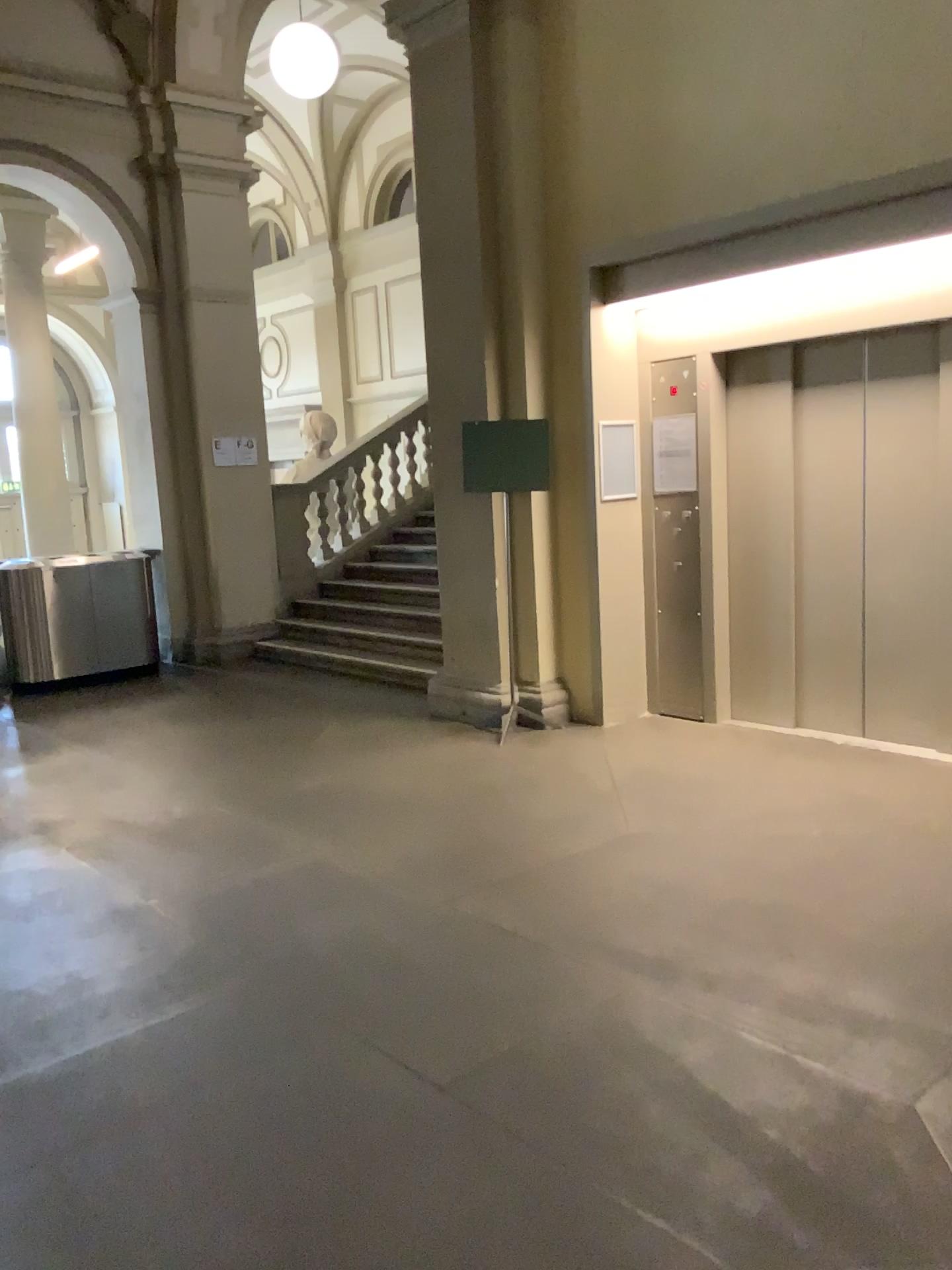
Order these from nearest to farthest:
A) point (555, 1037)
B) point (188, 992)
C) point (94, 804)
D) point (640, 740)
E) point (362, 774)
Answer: point (555, 1037) < point (188, 992) < point (94, 804) < point (362, 774) < point (640, 740)
